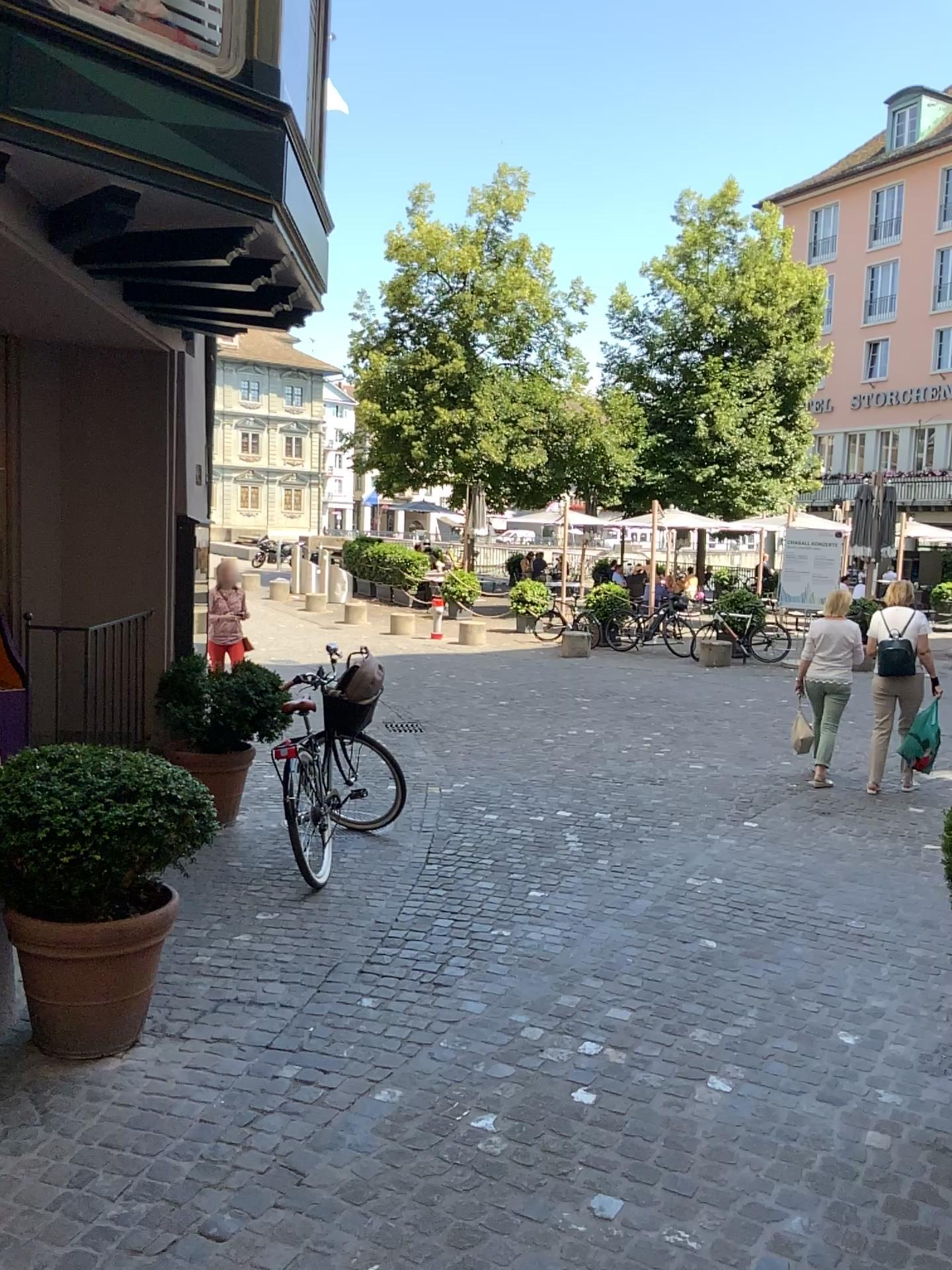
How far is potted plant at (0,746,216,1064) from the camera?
3.28m

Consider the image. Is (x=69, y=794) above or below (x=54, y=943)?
above

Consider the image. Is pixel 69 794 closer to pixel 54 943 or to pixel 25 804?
pixel 25 804

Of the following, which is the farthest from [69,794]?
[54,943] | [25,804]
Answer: [54,943]

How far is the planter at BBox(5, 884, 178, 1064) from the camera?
3.37m

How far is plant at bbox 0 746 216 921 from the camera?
3.3 meters

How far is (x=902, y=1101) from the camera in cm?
338
